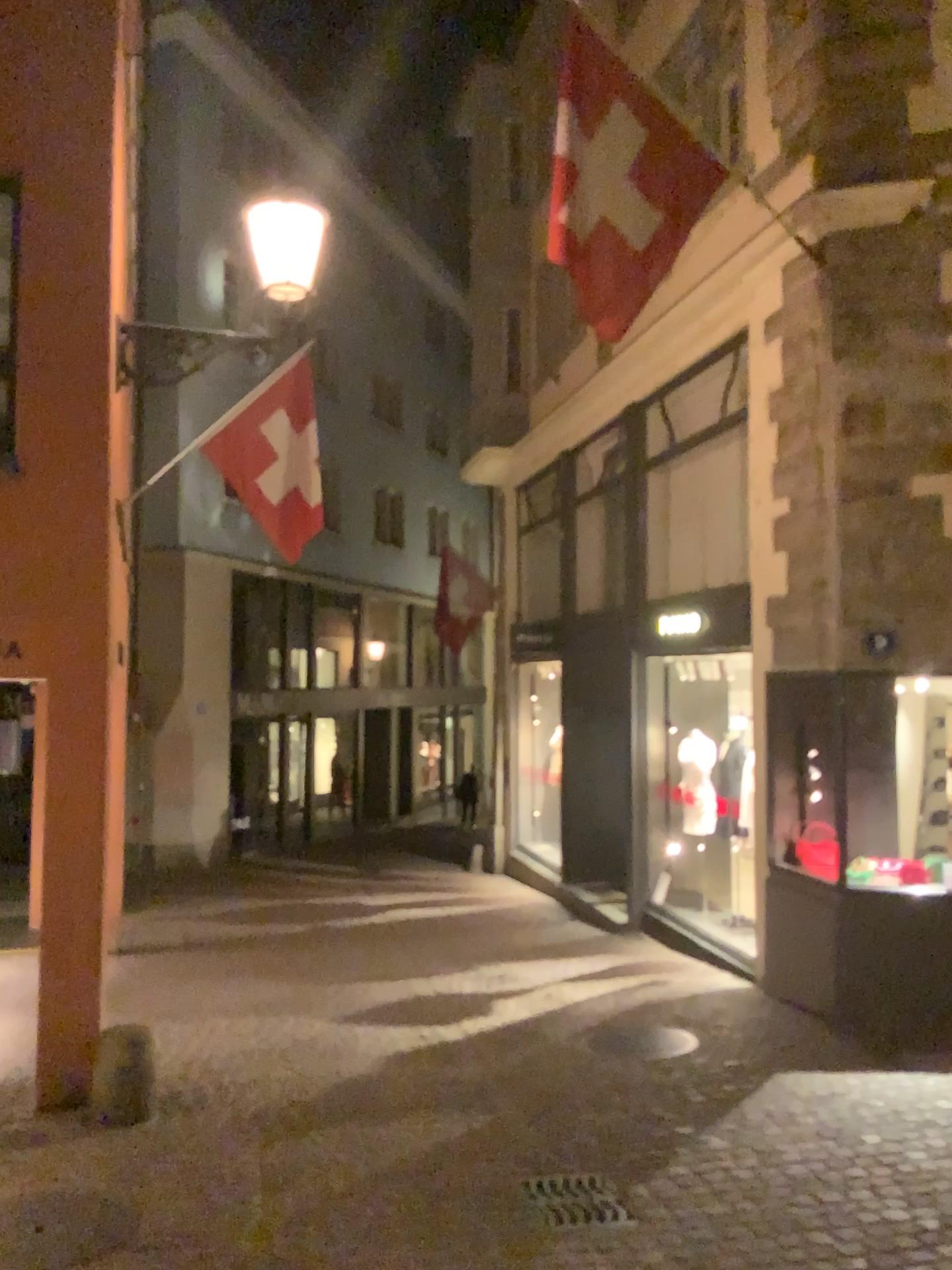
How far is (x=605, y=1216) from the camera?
3.89m

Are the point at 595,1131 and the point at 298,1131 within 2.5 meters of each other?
yes

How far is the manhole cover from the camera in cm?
388
